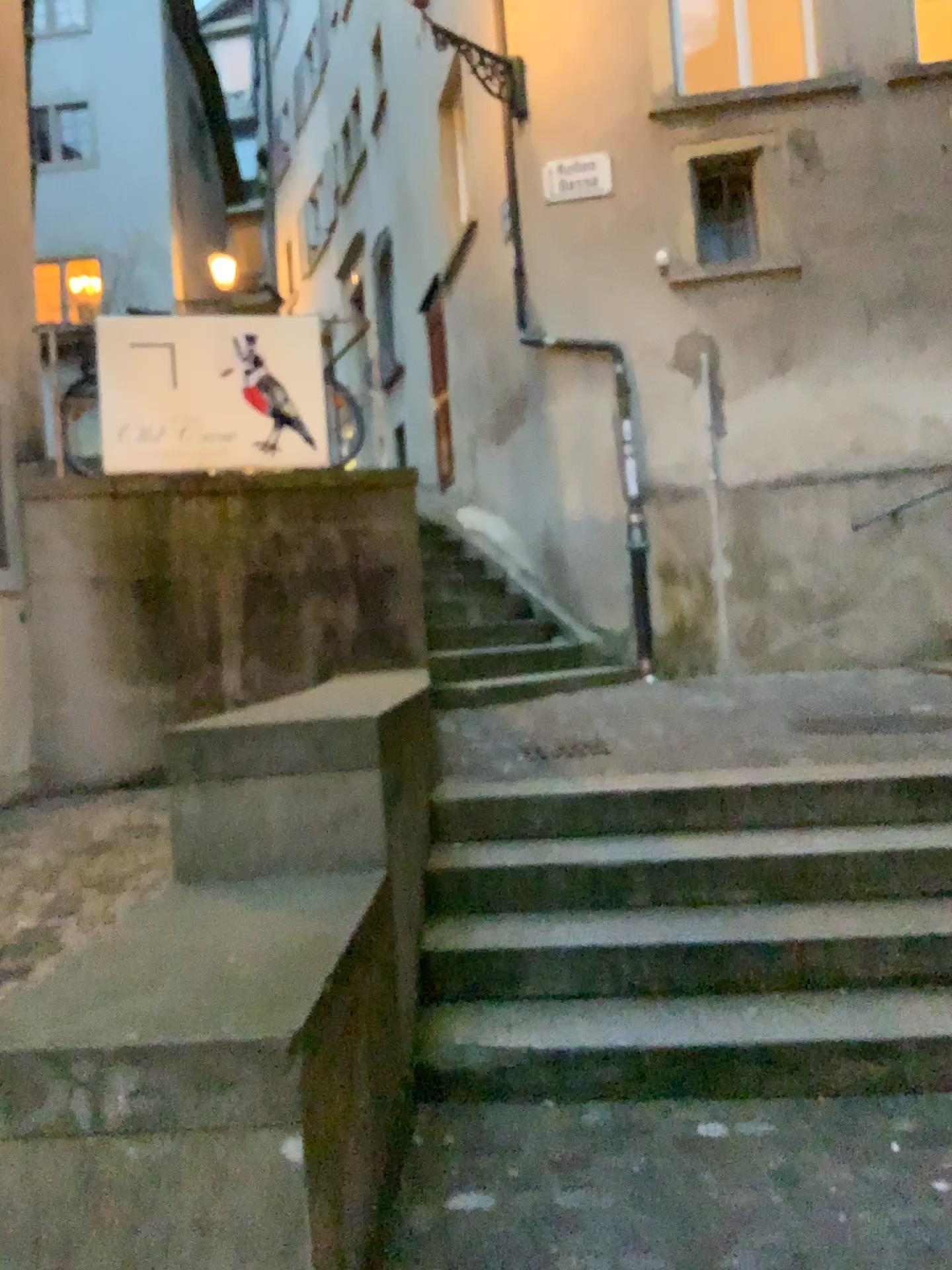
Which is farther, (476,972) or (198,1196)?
(476,972)
